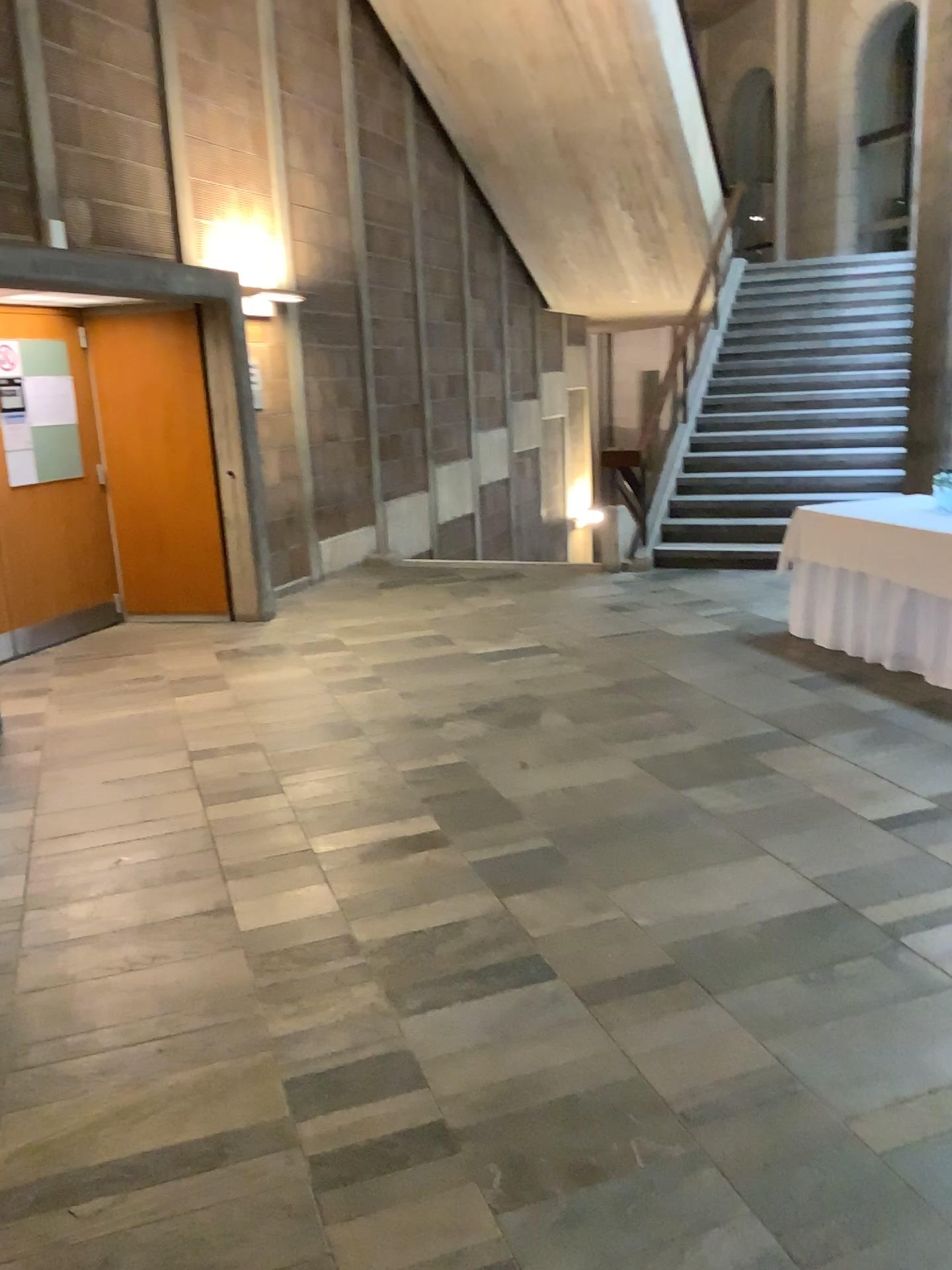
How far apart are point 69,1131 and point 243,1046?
0.4m
